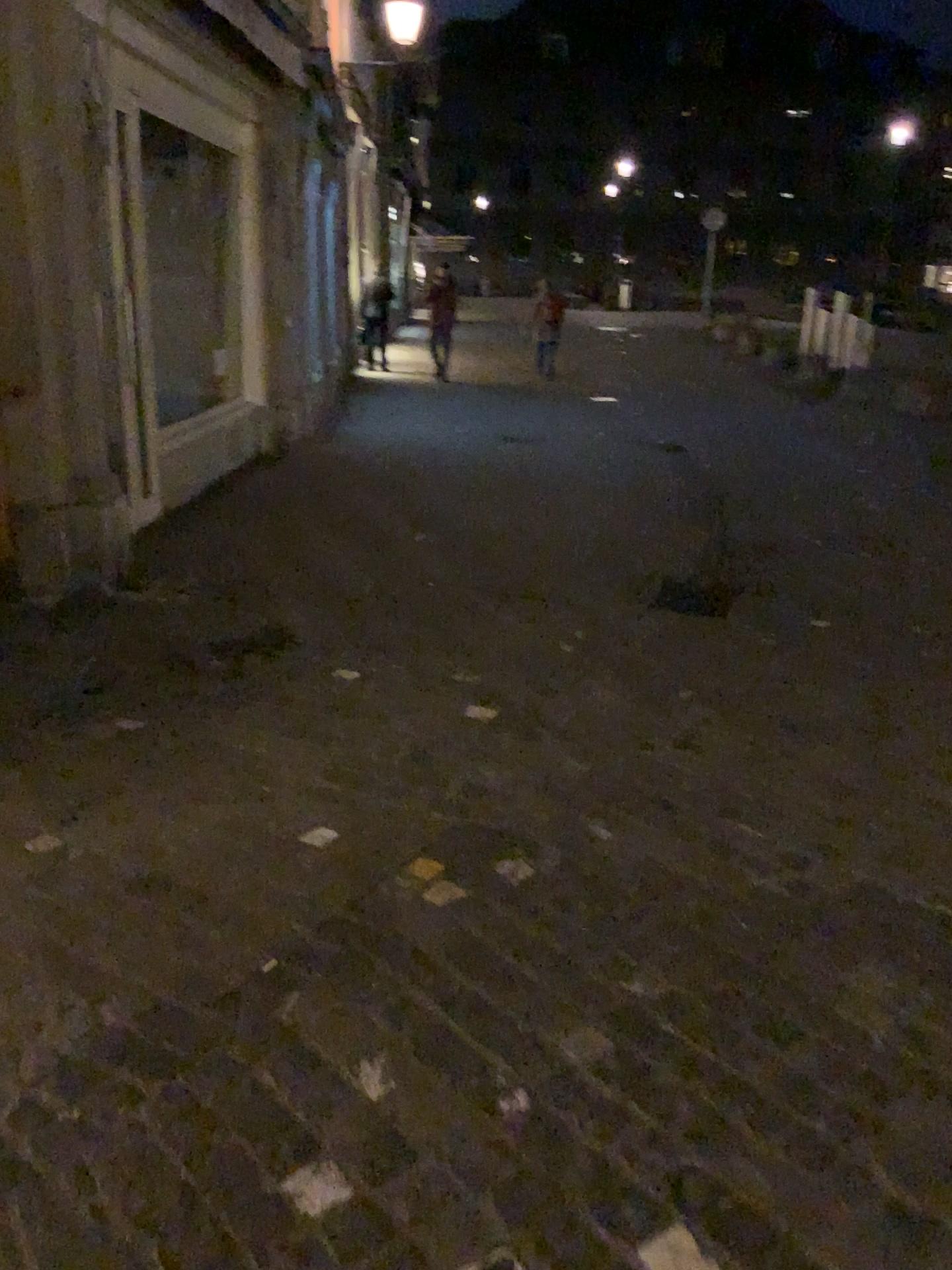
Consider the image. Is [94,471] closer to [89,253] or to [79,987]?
[89,253]
